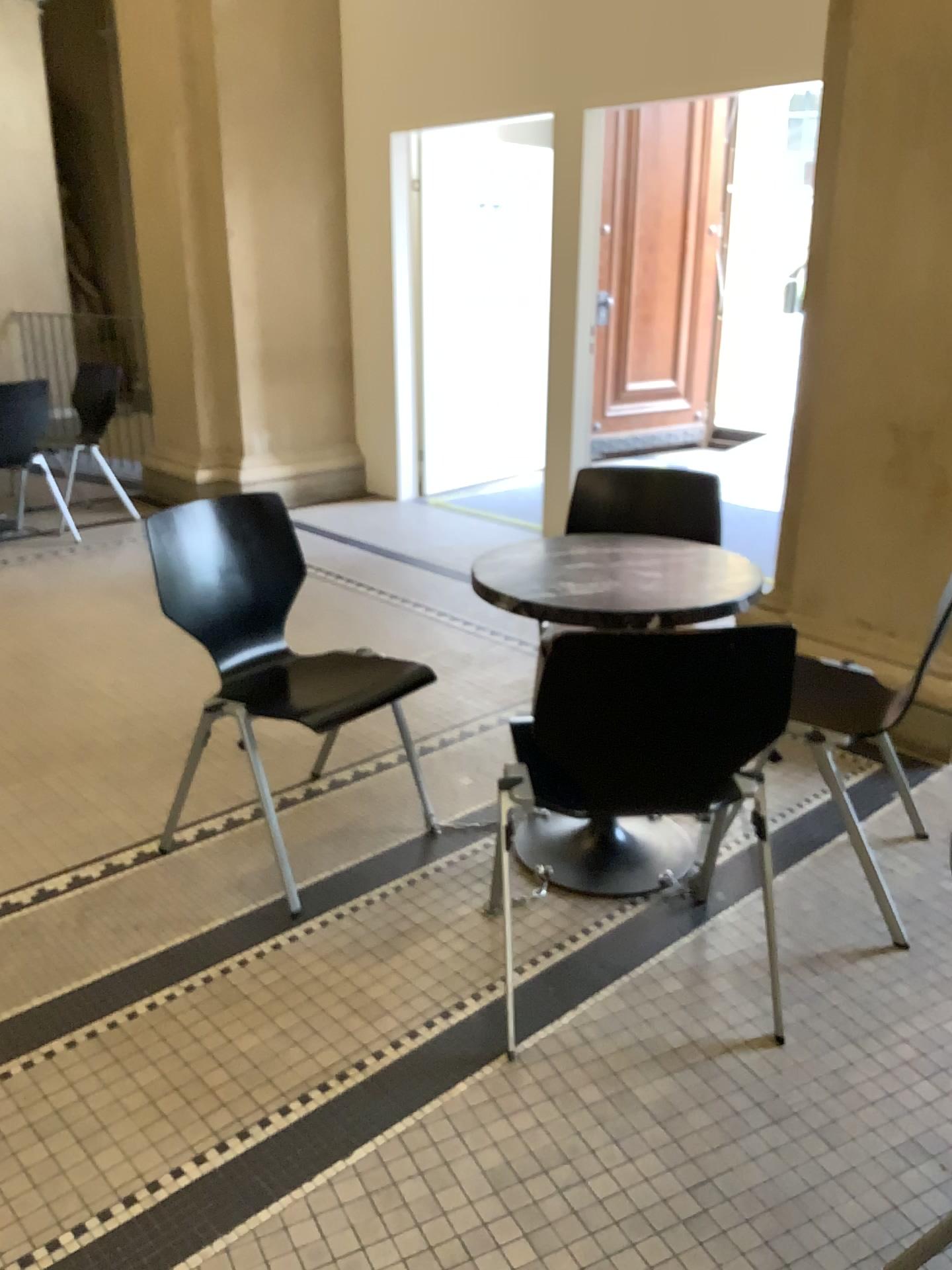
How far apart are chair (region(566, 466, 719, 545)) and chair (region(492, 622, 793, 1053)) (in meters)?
1.08

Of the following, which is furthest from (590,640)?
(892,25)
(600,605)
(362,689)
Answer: (892,25)

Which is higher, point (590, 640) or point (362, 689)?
point (590, 640)

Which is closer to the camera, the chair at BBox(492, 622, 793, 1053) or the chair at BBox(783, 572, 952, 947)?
the chair at BBox(492, 622, 793, 1053)

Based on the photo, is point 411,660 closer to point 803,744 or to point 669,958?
point 803,744

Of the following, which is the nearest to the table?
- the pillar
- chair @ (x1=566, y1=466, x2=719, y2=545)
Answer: chair @ (x1=566, y1=466, x2=719, y2=545)

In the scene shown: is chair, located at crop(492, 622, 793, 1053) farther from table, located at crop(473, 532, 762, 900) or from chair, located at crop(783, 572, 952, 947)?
chair, located at crop(783, 572, 952, 947)

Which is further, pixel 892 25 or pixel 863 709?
pixel 892 25

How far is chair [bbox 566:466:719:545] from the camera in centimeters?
295cm

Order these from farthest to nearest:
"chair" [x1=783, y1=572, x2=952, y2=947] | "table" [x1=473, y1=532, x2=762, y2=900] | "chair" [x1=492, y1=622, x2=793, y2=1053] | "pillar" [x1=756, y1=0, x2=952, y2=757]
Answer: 1. "pillar" [x1=756, y1=0, x2=952, y2=757]
2. "chair" [x1=783, y1=572, x2=952, y2=947]
3. "table" [x1=473, y1=532, x2=762, y2=900]
4. "chair" [x1=492, y1=622, x2=793, y2=1053]
